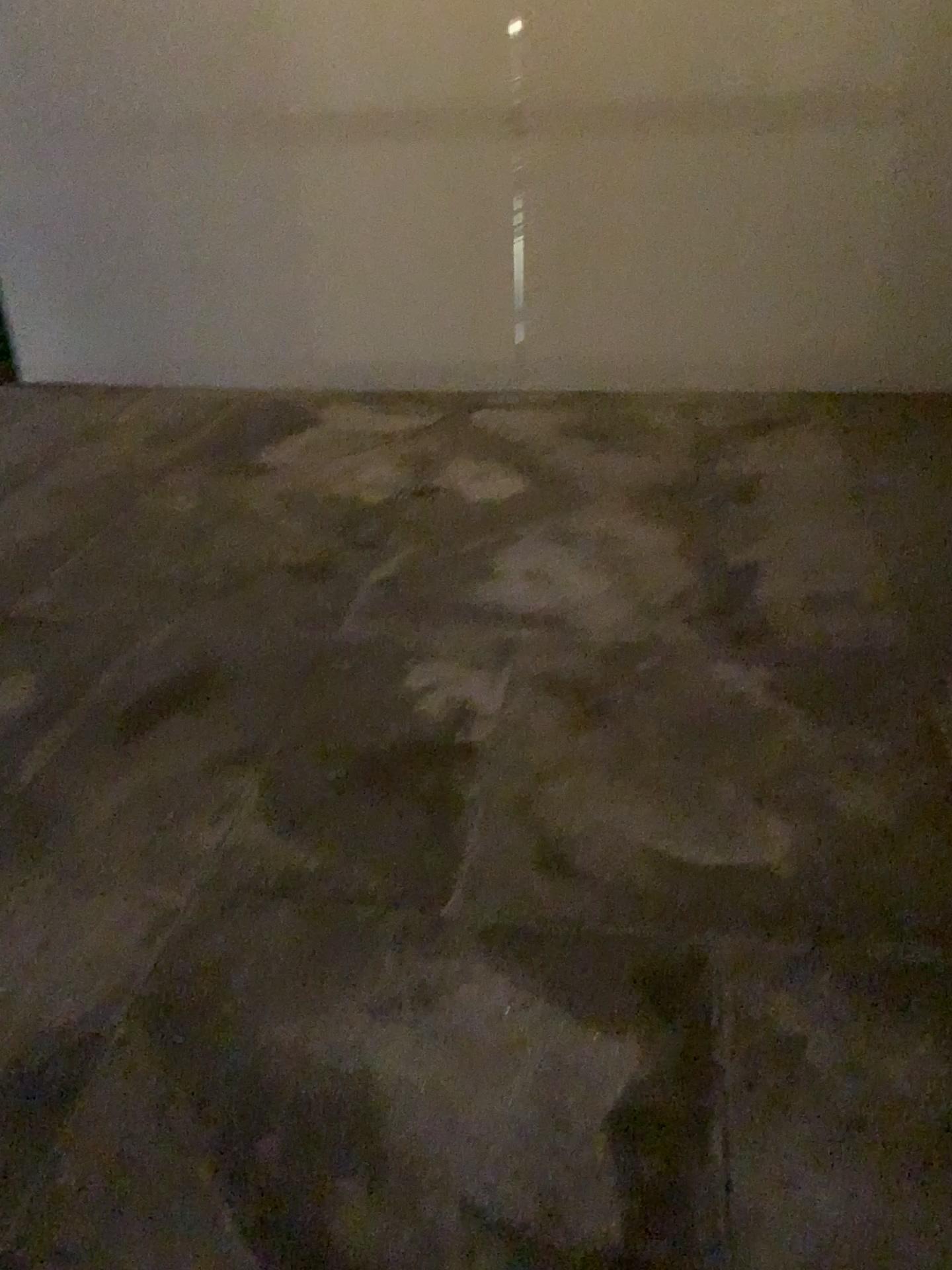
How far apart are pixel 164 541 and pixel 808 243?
2.8 meters
